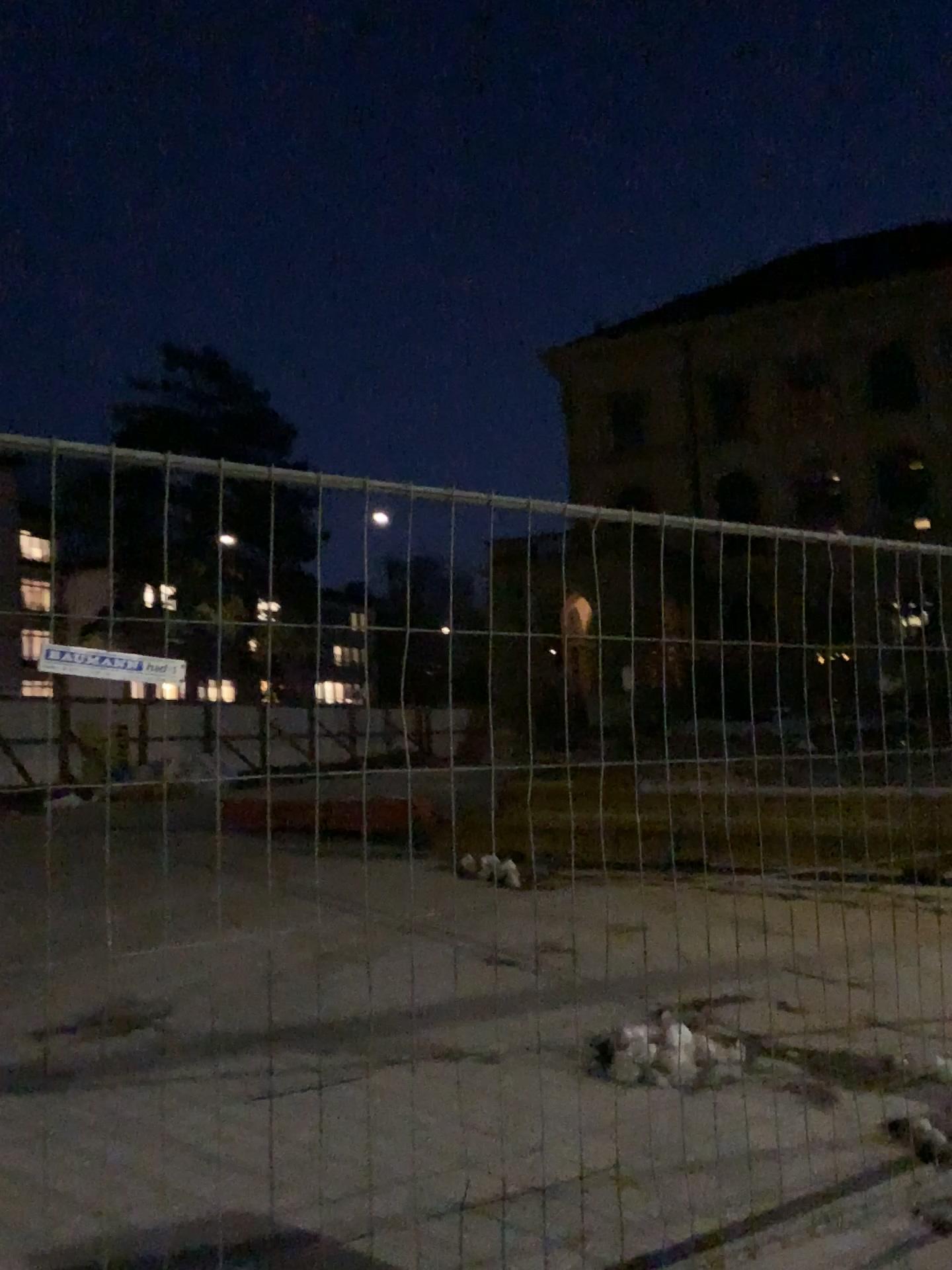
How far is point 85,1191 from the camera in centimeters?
329cm
